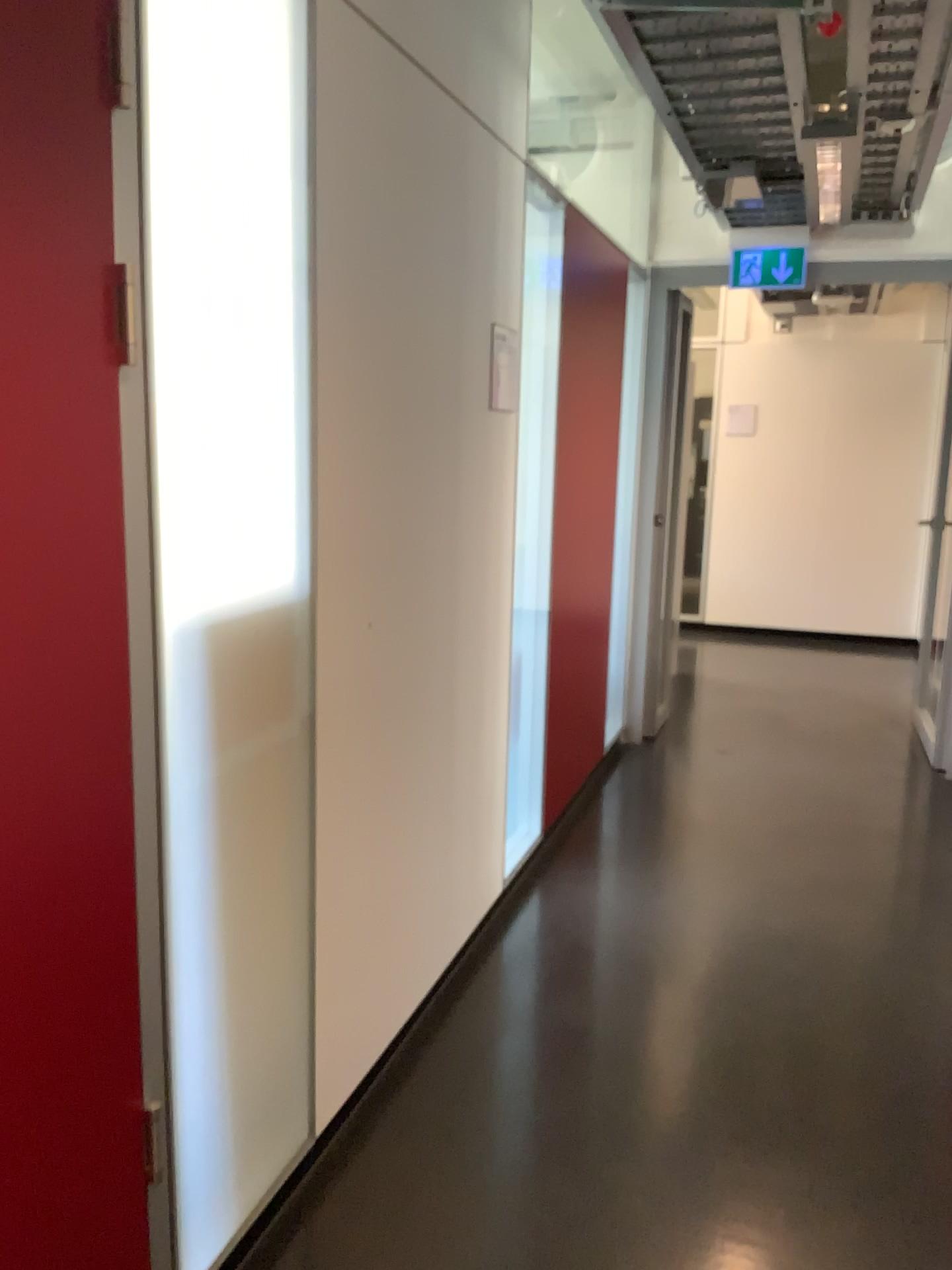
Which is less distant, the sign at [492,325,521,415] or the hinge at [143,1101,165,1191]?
the hinge at [143,1101,165,1191]

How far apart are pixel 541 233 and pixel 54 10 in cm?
219

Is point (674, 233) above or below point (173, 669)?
above

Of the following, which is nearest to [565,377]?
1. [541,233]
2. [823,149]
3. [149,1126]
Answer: [541,233]

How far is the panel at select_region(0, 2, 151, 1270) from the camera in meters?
1.2 m

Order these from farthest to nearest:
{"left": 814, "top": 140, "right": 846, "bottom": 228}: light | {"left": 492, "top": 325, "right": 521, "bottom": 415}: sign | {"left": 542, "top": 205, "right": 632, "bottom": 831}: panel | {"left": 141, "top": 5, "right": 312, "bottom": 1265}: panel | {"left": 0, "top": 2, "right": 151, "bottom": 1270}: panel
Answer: {"left": 542, "top": 205, "right": 632, "bottom": 831}: panel → {"left": 814, "top": 140, "right": 846, "bottom": 228}: light → {"left": 492, "top": 325, "right": 521, "bottom": 415}: sign → {"left": 141, "top": 5, "right": 312, "bottom": 1265}: panel → {"left": 0, "top": 2, "right": 151, "bottom": 1270}: panel

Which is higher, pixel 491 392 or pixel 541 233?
pixel 541 233

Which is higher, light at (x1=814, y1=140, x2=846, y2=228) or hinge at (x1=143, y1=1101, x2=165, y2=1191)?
light at (x1=814, y1=140, x2=846, y2=228)

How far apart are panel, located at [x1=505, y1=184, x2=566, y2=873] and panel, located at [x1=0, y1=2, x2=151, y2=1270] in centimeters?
187cm

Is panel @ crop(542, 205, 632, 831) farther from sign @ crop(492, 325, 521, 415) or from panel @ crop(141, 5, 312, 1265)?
panel @ crop(141, 5, 312, 1265)
